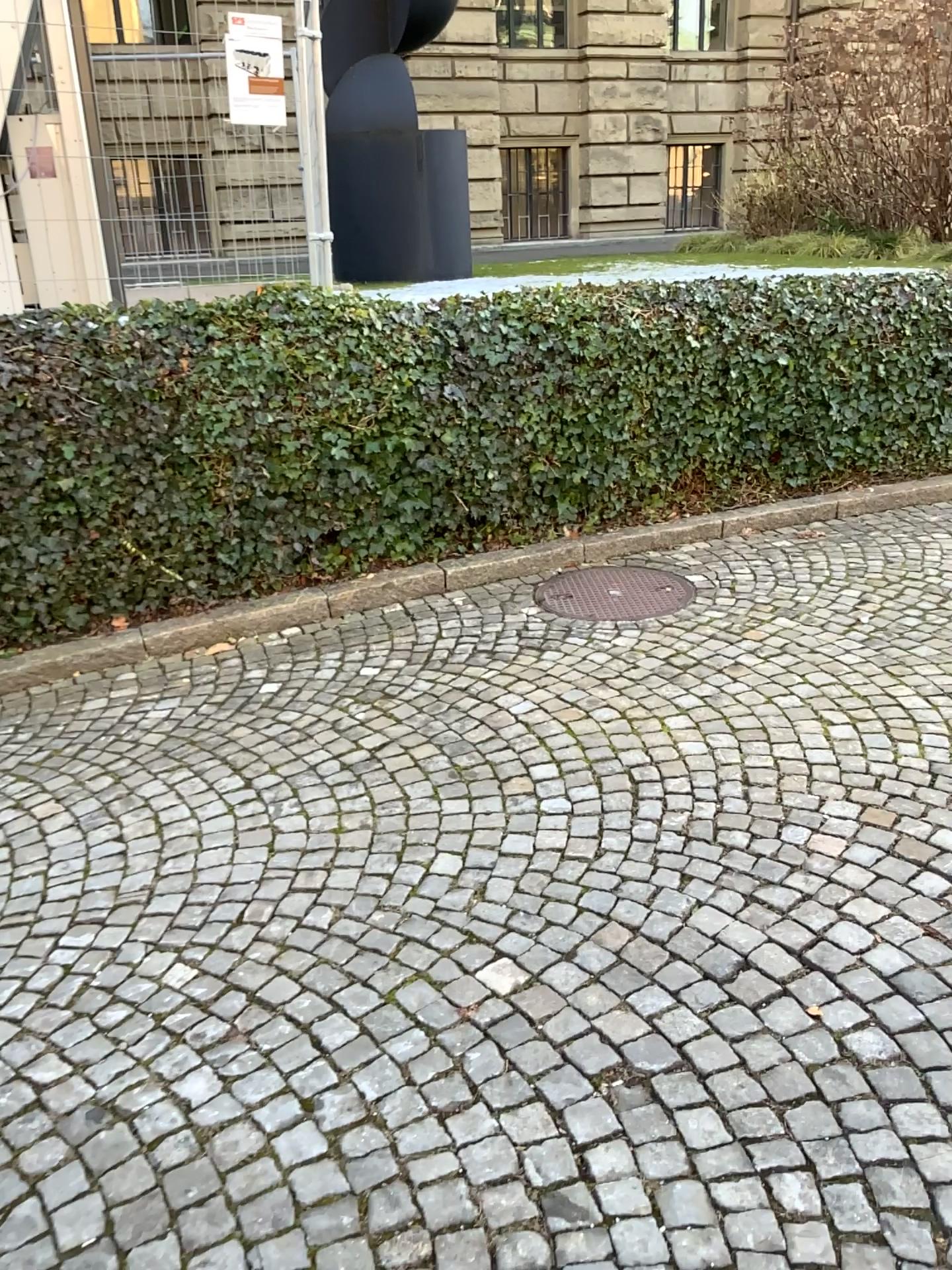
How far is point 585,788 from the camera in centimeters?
330cm

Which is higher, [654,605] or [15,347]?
[15,347]
